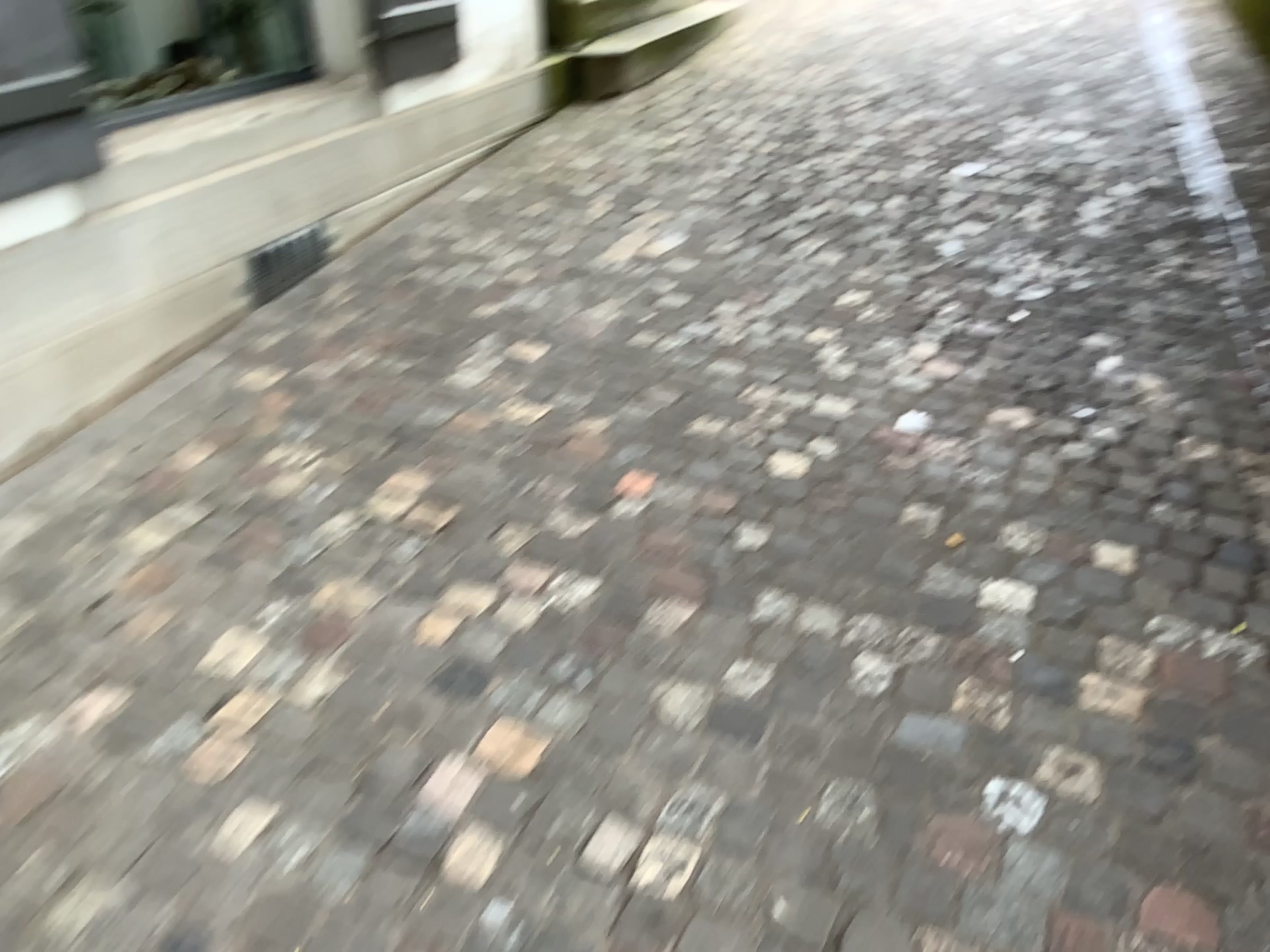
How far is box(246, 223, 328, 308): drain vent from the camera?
3.18m

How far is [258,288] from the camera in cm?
318

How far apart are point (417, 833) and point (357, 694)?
0.33m
